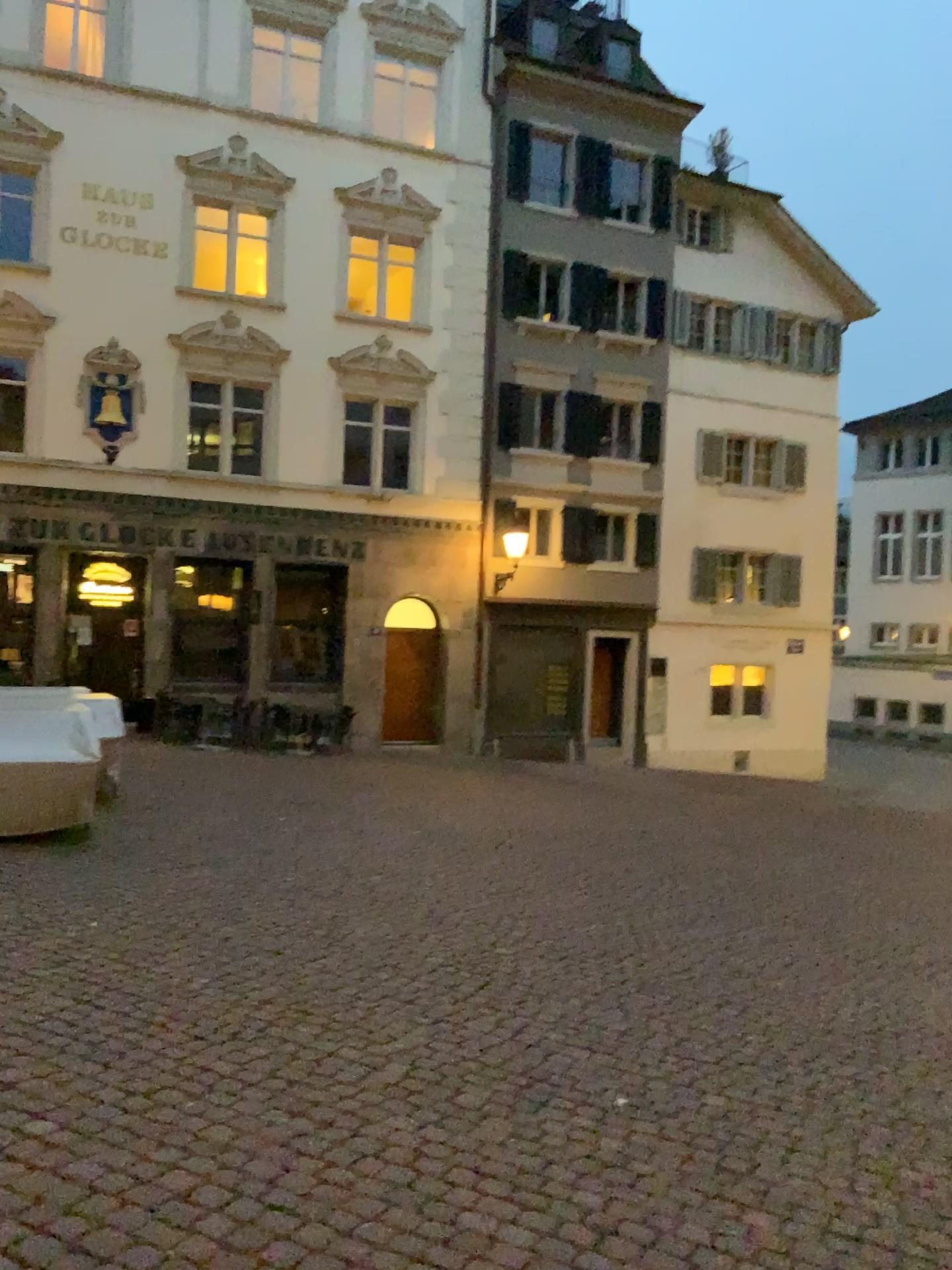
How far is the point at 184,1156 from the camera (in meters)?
2.94
